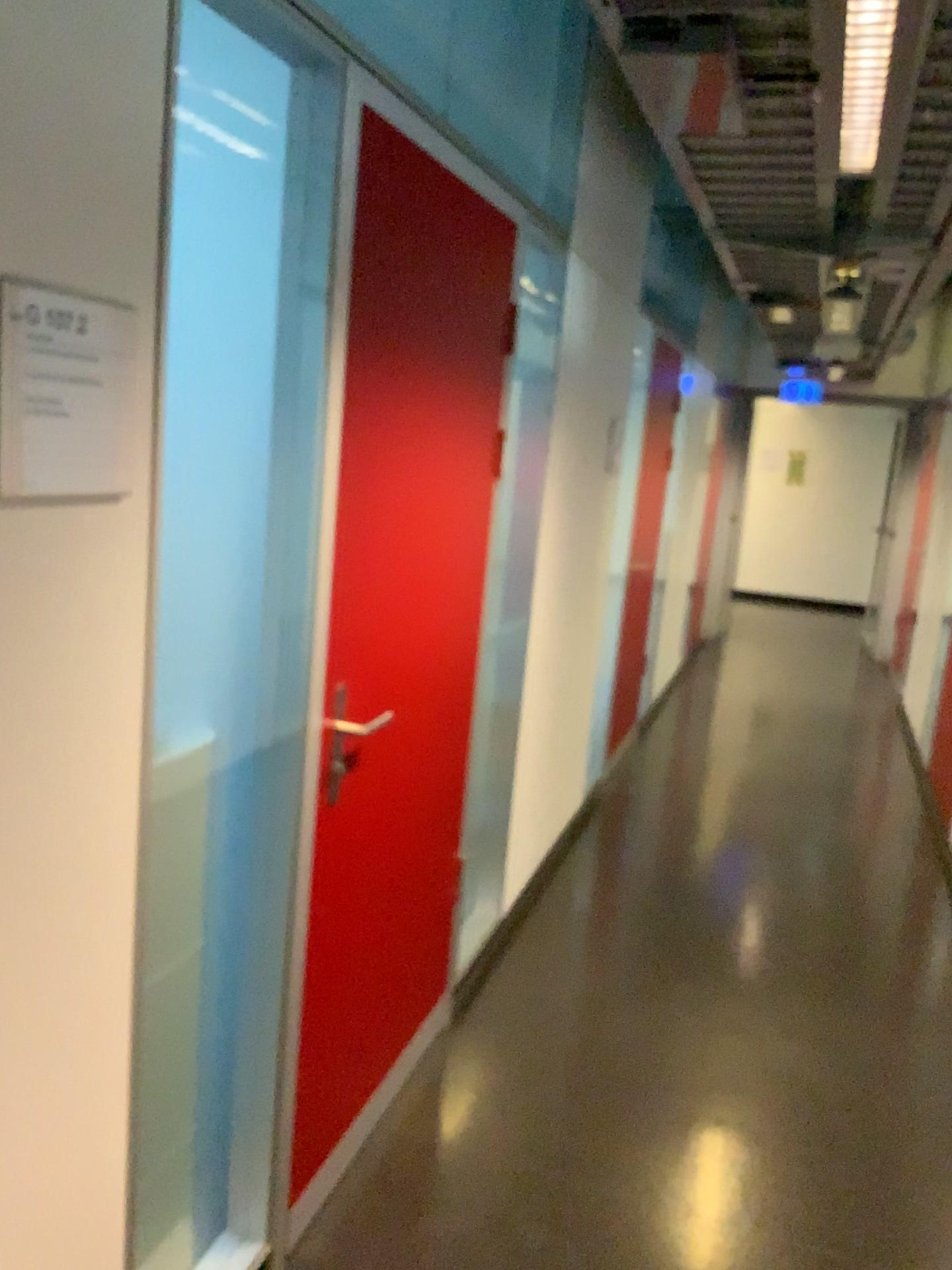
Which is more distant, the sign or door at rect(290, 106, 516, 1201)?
door at rect(290, 106, 516, 1201)

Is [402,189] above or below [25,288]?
above

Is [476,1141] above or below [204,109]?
below

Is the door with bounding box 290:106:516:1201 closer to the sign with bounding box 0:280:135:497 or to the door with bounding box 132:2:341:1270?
the door with bounding box 132:2:341:1270

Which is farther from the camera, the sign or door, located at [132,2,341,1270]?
door, located at [132,2,341,1270]

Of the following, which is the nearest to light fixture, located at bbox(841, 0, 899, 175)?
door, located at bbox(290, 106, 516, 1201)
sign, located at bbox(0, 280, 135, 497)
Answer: door, located at bbox(290, 106, 516, 1201)

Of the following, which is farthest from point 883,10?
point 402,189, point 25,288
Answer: point 25,288

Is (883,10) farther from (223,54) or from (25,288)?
(25,288)

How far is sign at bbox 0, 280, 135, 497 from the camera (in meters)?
1.06

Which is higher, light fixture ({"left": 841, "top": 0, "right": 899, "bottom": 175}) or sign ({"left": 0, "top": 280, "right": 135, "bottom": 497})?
light fixture ({"left": 841, "top": 0, "right": 899, "bottom": 175})
